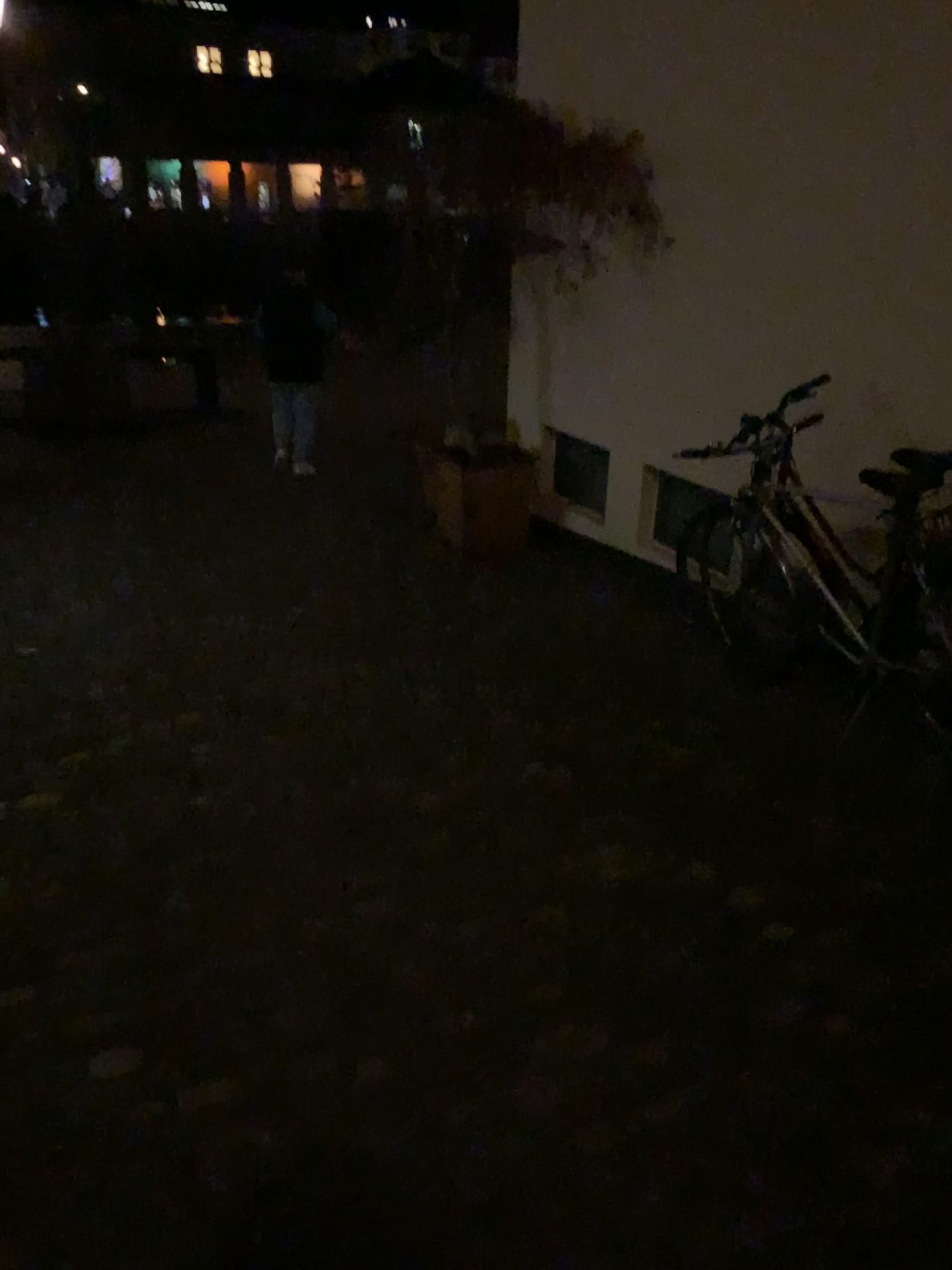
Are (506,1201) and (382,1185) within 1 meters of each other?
yes
